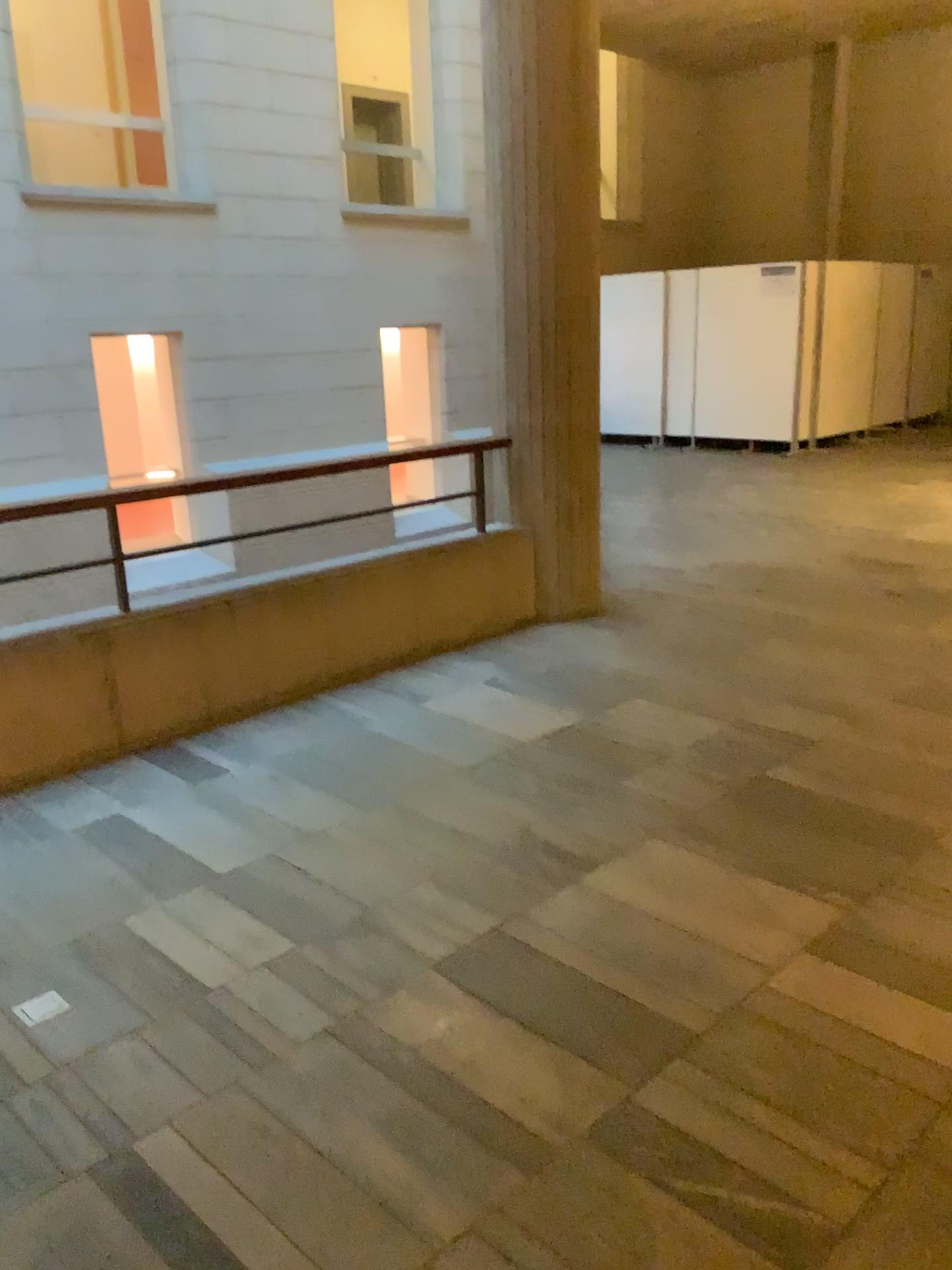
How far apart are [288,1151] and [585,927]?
0.94m
